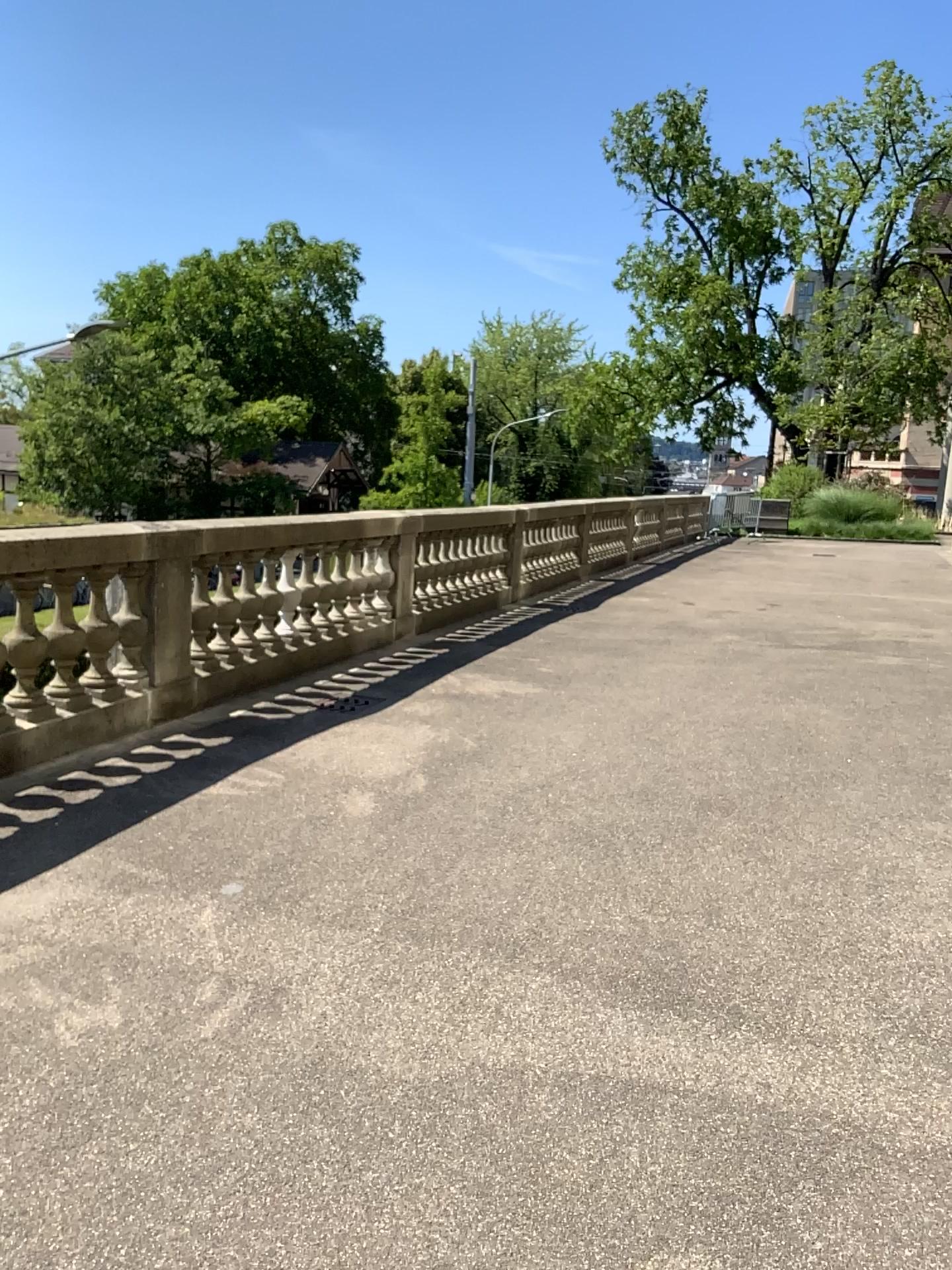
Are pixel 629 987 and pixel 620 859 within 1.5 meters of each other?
yes
